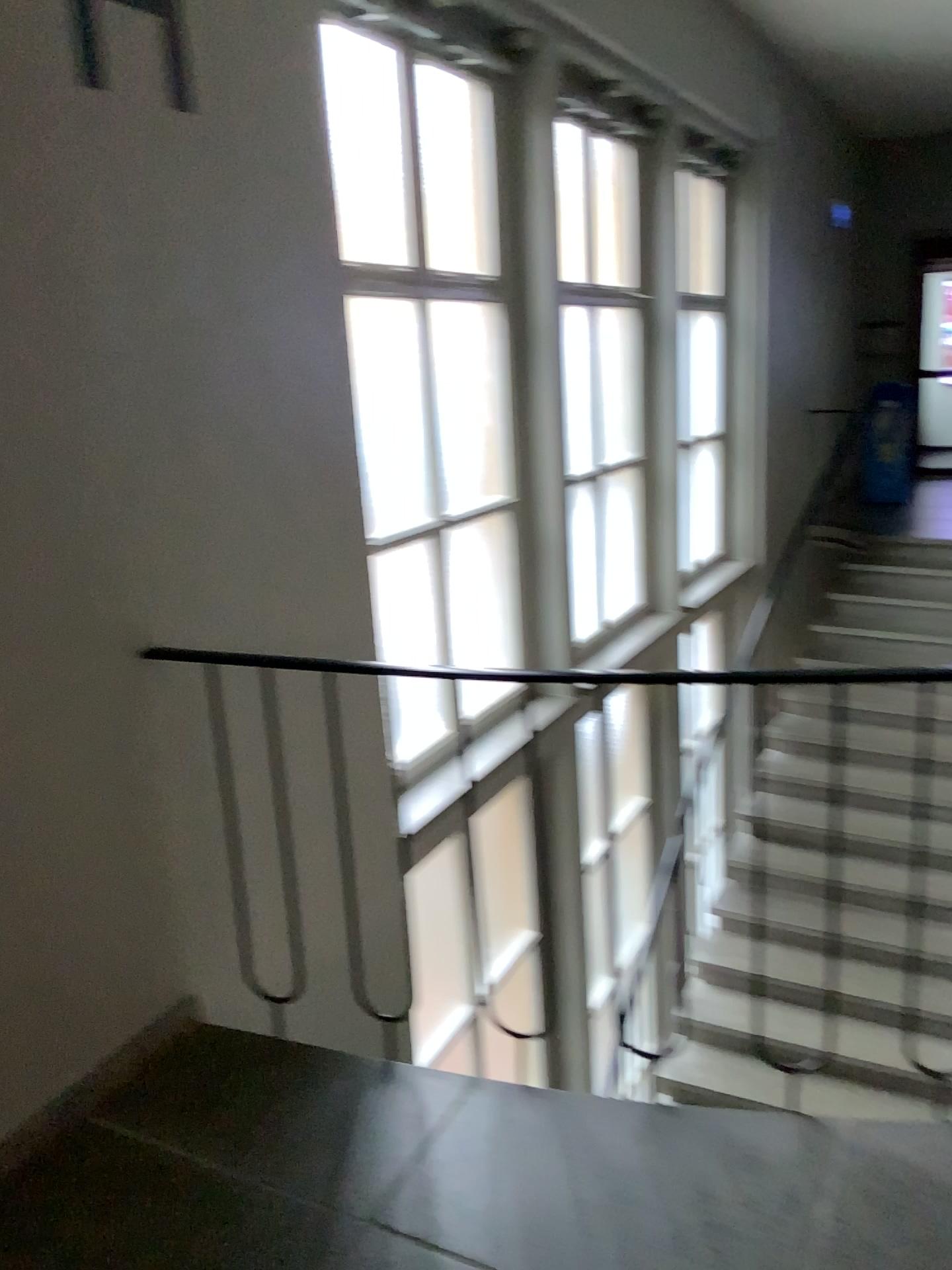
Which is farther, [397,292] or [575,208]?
[575,208]

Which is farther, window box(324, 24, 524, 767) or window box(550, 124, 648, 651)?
window box(550, 124, 648, 651)

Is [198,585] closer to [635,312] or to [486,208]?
[486,208]

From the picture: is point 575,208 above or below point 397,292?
above
